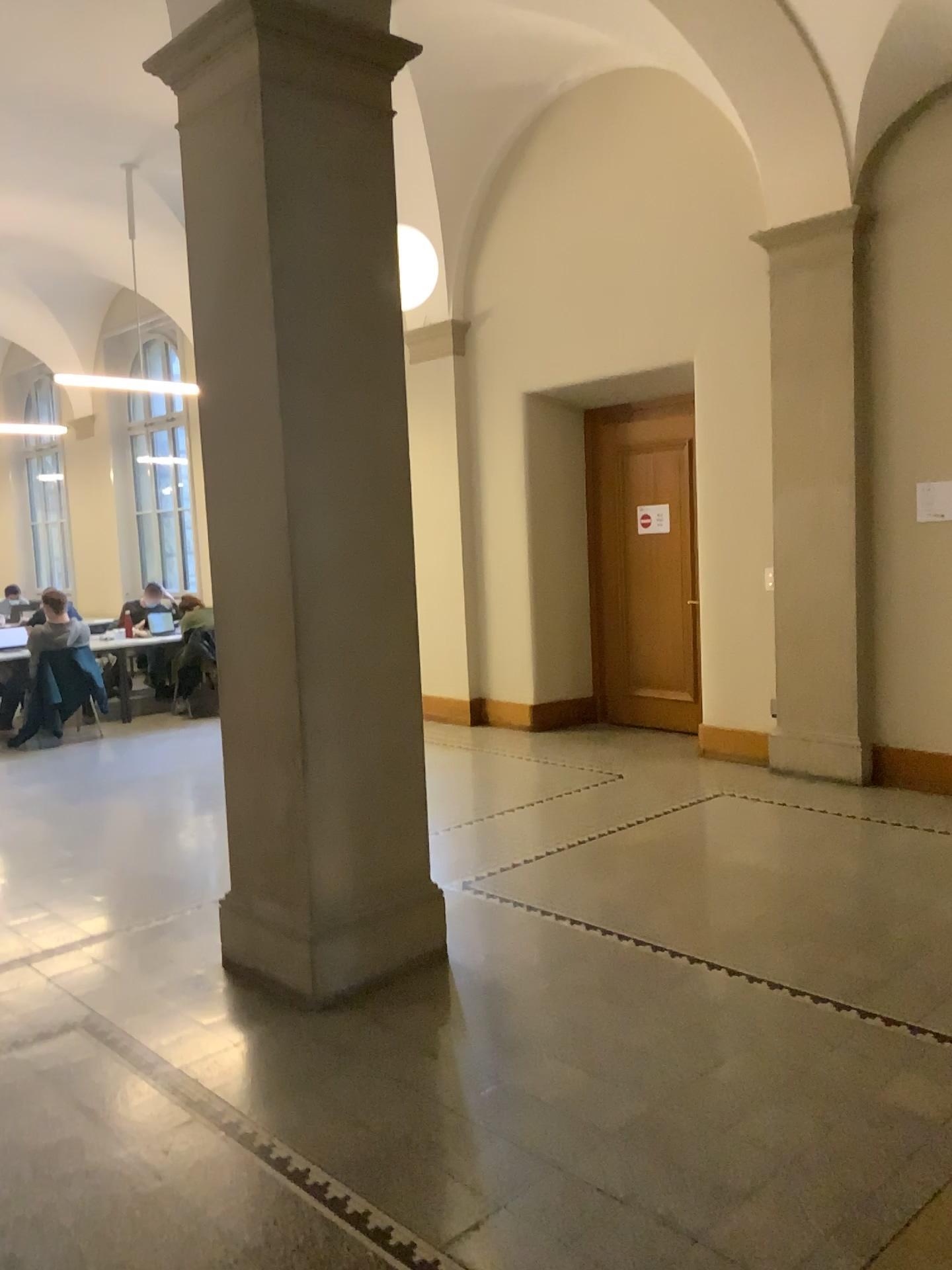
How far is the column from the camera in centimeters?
345cm

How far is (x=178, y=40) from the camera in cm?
345

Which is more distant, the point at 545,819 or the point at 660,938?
the point at 545,819
